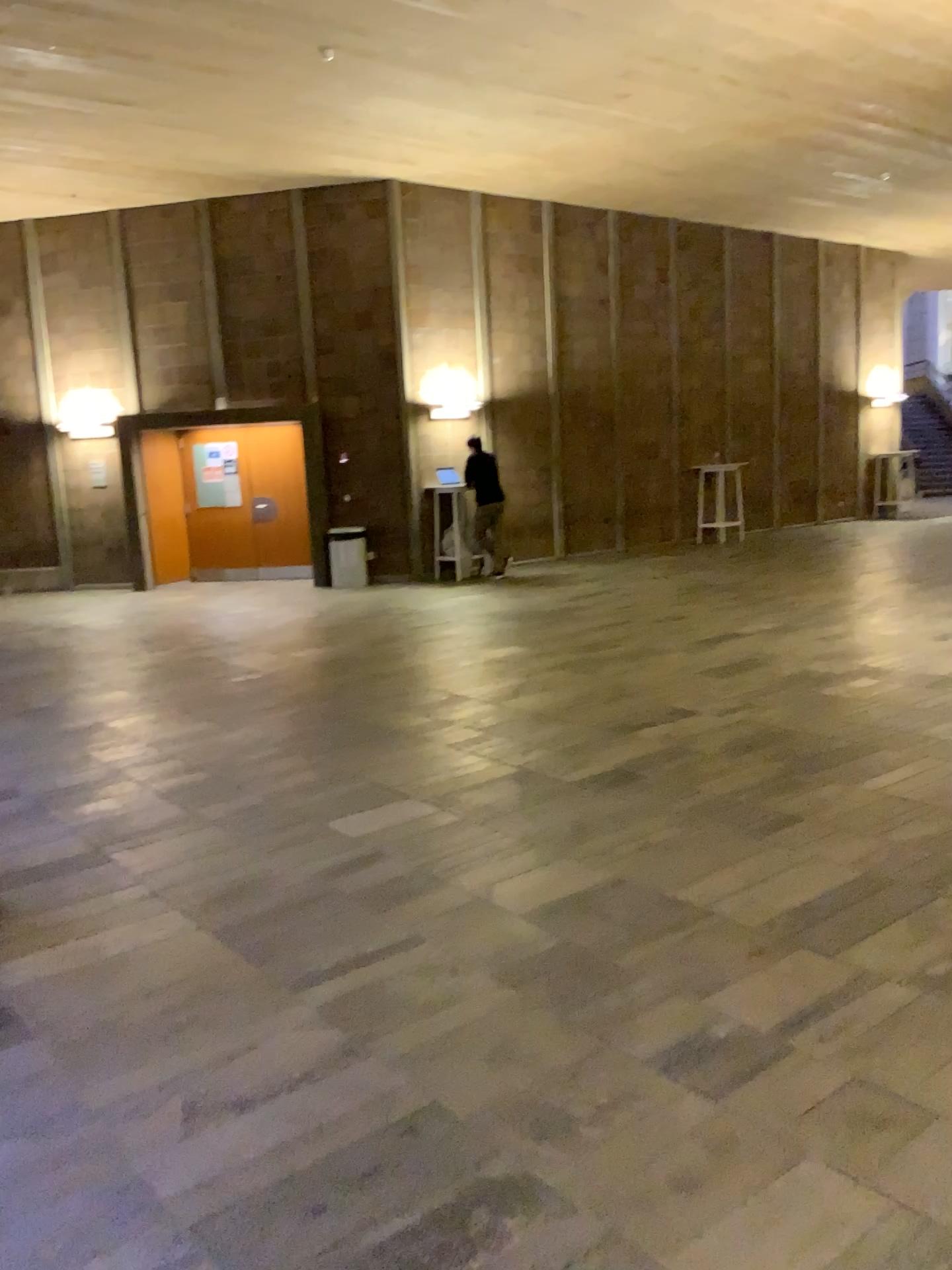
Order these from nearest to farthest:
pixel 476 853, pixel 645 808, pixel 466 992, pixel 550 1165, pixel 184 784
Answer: pixel 550 1165 → pixel 466 992 → pixel 476 853 → pixel 645 808 → pixel 184 784
